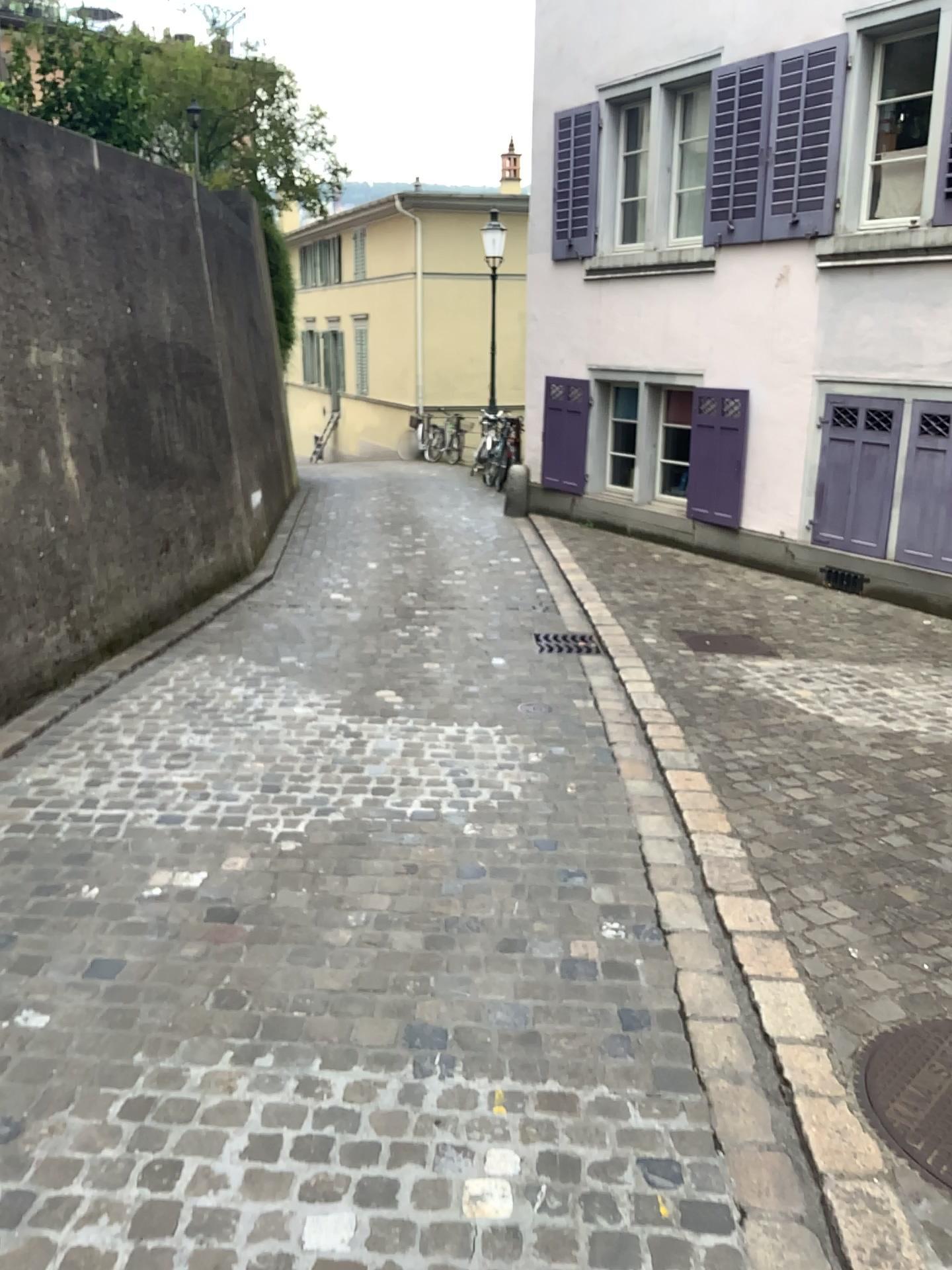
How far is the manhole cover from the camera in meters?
2.2

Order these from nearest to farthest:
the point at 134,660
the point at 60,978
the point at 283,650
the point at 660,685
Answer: the point at 60,978 < the point at 660,685 < the point at 134,660 < the point at 283,650

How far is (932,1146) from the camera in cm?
216
